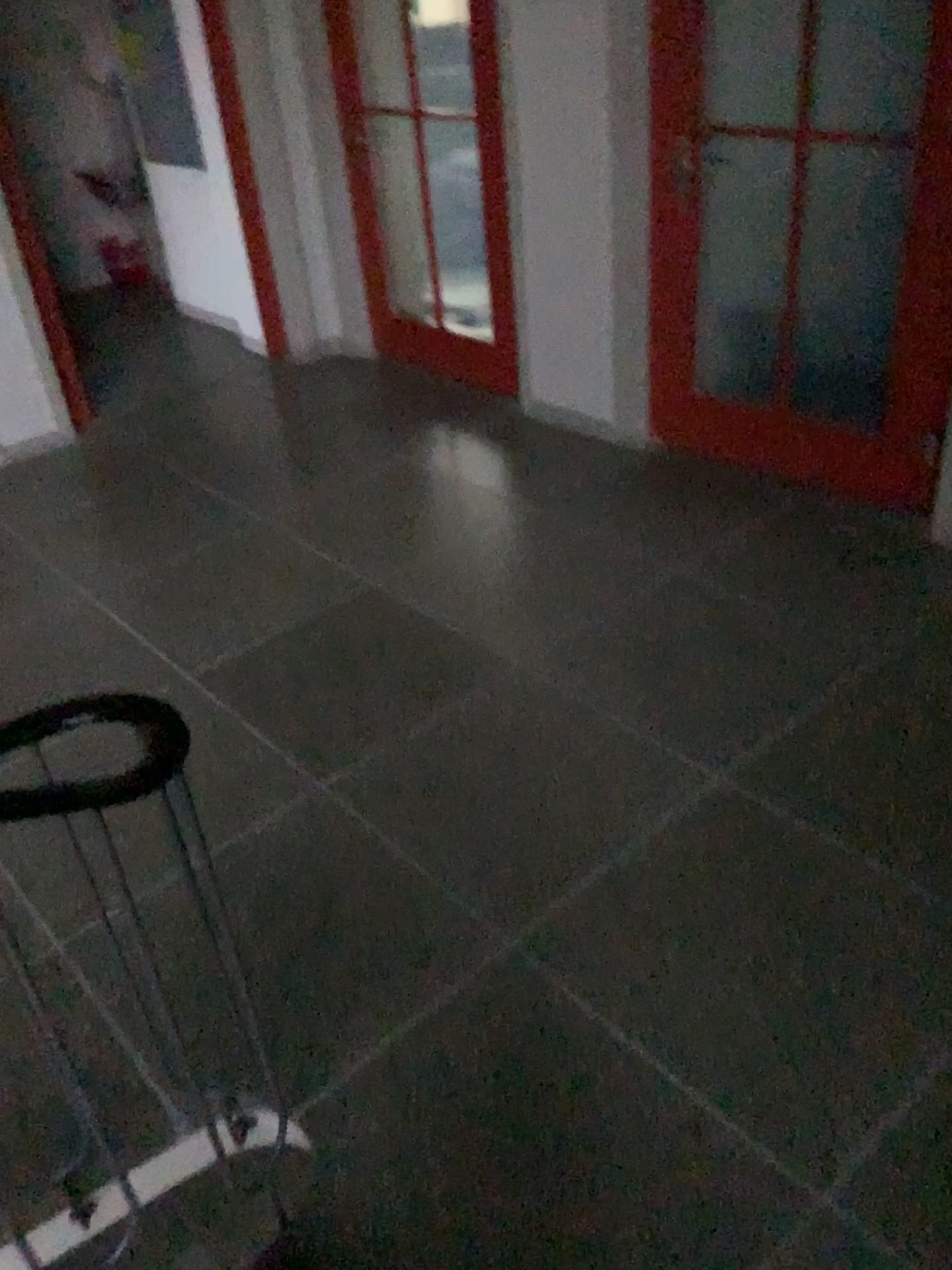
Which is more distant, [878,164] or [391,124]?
[391,124]

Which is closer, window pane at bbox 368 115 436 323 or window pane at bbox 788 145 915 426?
window pane at bbox 788 145 915 426

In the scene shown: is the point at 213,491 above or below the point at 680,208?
below
